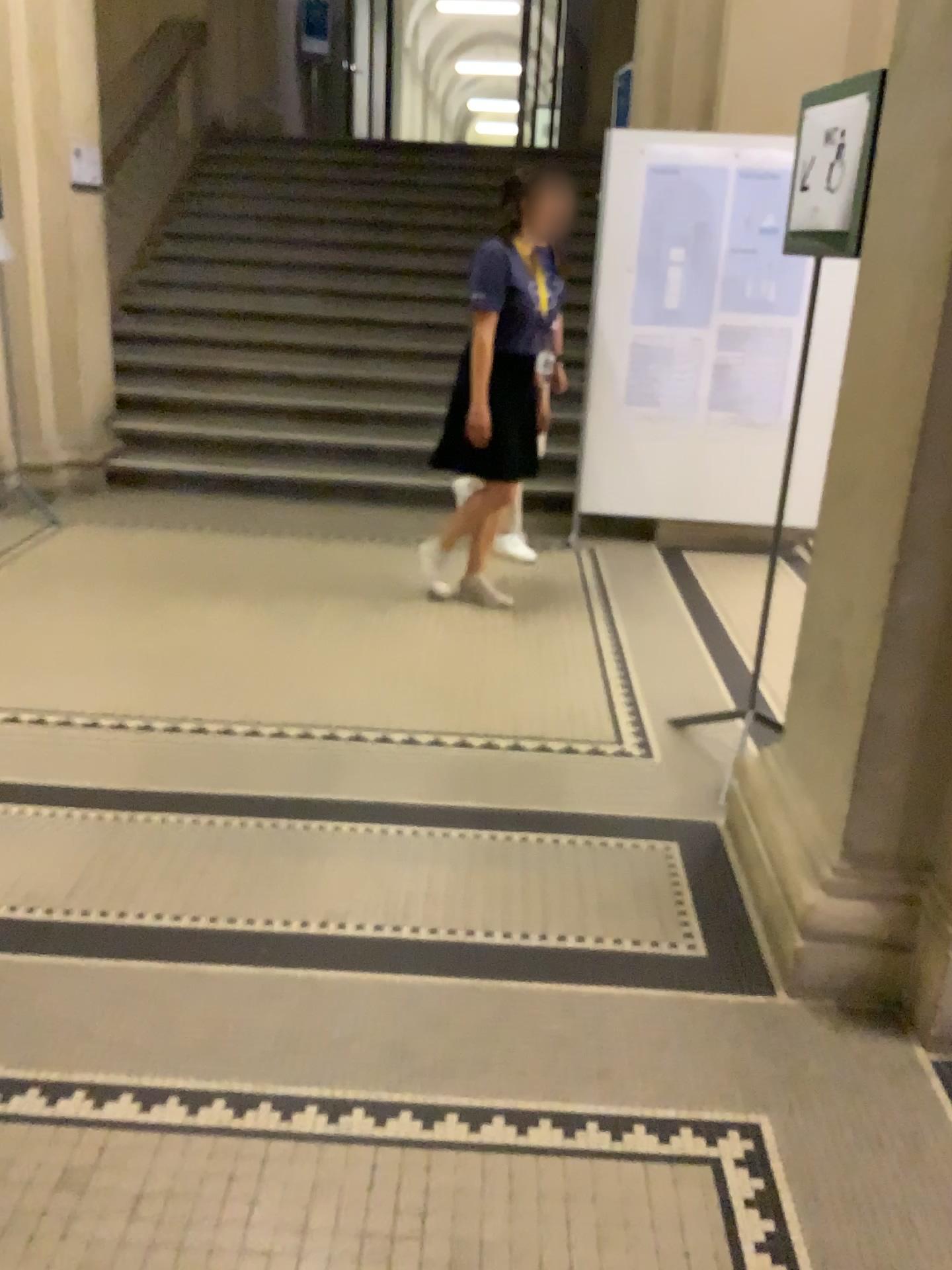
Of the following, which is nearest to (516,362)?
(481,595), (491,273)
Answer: (491,273)

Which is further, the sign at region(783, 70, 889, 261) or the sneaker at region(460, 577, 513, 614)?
the sneaker at region(460, 577, 513, 614)

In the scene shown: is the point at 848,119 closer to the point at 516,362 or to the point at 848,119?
the point at 848,119

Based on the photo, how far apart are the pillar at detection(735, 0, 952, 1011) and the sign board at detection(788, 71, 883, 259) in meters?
0.5

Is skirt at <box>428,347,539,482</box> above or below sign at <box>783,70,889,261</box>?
below

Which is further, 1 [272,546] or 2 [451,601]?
1 [272,546]

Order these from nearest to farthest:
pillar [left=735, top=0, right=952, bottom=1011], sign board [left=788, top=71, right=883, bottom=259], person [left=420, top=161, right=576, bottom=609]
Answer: pillar [left=735, top=0, right=952, bottom=1011], sign board [left=788, top=71, right=883, bottom=259], person [left=420, top=161, right=576, bottom=609]

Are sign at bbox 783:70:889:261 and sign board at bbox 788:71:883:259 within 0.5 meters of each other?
yes

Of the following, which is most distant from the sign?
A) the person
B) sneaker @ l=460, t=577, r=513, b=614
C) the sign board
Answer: sneaker @ l=460, t=577, r=513, b=614

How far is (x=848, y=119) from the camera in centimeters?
253cm
